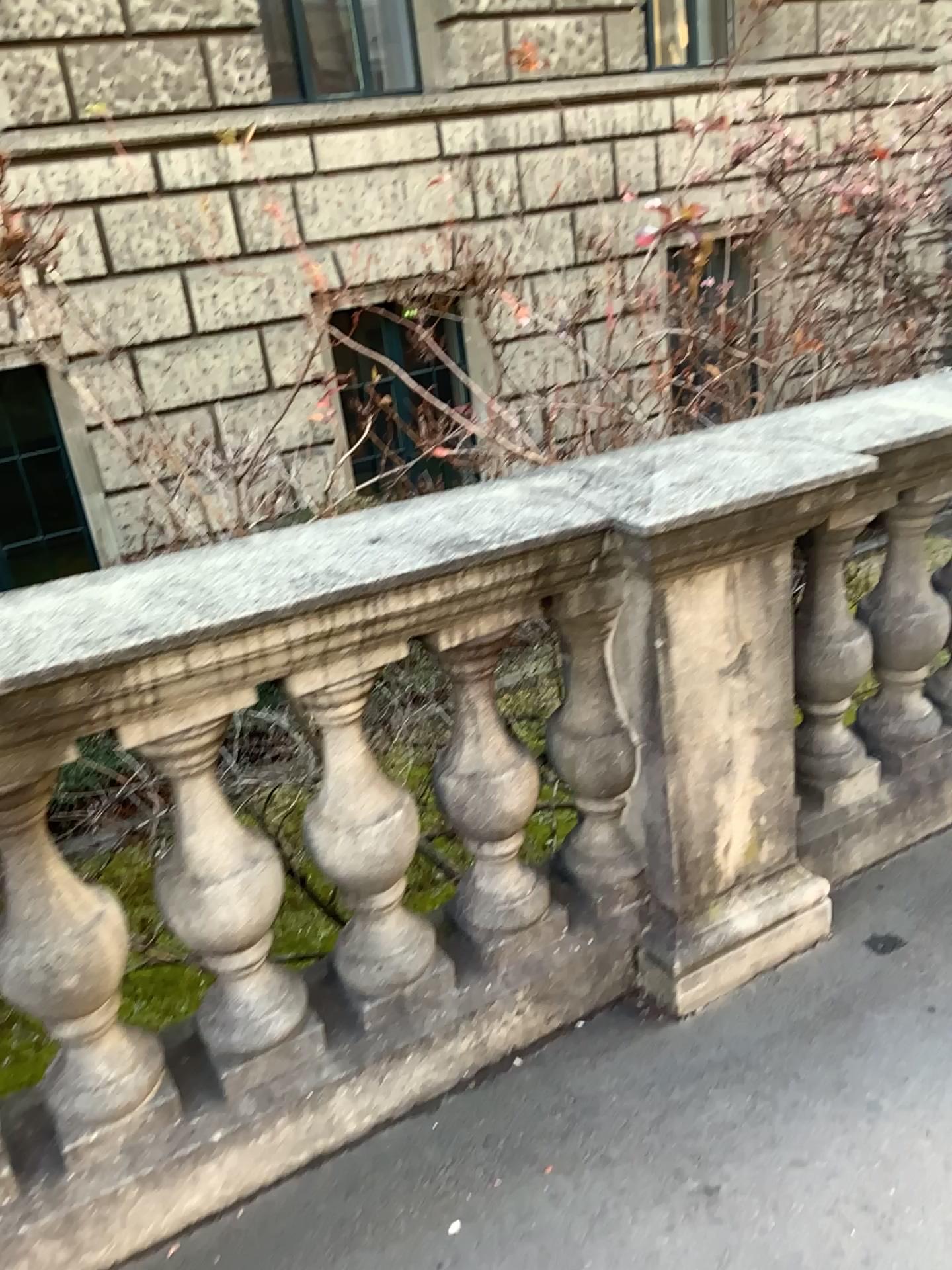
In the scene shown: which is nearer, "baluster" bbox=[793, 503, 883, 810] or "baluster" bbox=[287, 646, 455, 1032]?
"baluster" bbox=[287, 646, 455, 1032]

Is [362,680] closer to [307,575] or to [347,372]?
[307,575]

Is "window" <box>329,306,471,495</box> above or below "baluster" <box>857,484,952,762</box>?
above

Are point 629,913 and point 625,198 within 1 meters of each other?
no

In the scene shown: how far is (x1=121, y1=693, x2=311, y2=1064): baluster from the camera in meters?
1.6 m

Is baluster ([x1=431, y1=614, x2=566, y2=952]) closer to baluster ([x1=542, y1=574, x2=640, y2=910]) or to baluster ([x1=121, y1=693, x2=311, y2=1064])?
baluster ([x1=542, y1=574, x2=640, y2=910])

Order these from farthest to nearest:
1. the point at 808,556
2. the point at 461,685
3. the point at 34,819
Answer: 1. the point at 808,556
2. the point at 461,685
3. the point at 34,819

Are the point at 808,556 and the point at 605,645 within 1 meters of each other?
yes

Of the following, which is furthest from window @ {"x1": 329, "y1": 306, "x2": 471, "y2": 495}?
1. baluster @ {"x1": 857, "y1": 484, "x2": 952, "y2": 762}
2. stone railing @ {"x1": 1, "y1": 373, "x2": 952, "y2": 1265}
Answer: baluster @ {"x1": 857, "y1": 484, "x2": 952, "y2": 762}

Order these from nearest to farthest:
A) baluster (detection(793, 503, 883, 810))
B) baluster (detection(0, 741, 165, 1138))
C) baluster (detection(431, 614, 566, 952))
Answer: baluster (detection(0, 741, 165, 1138))
baluster (detection(431, 614, 566, 952))
baluster (detection(793, 503, 883, 810))
